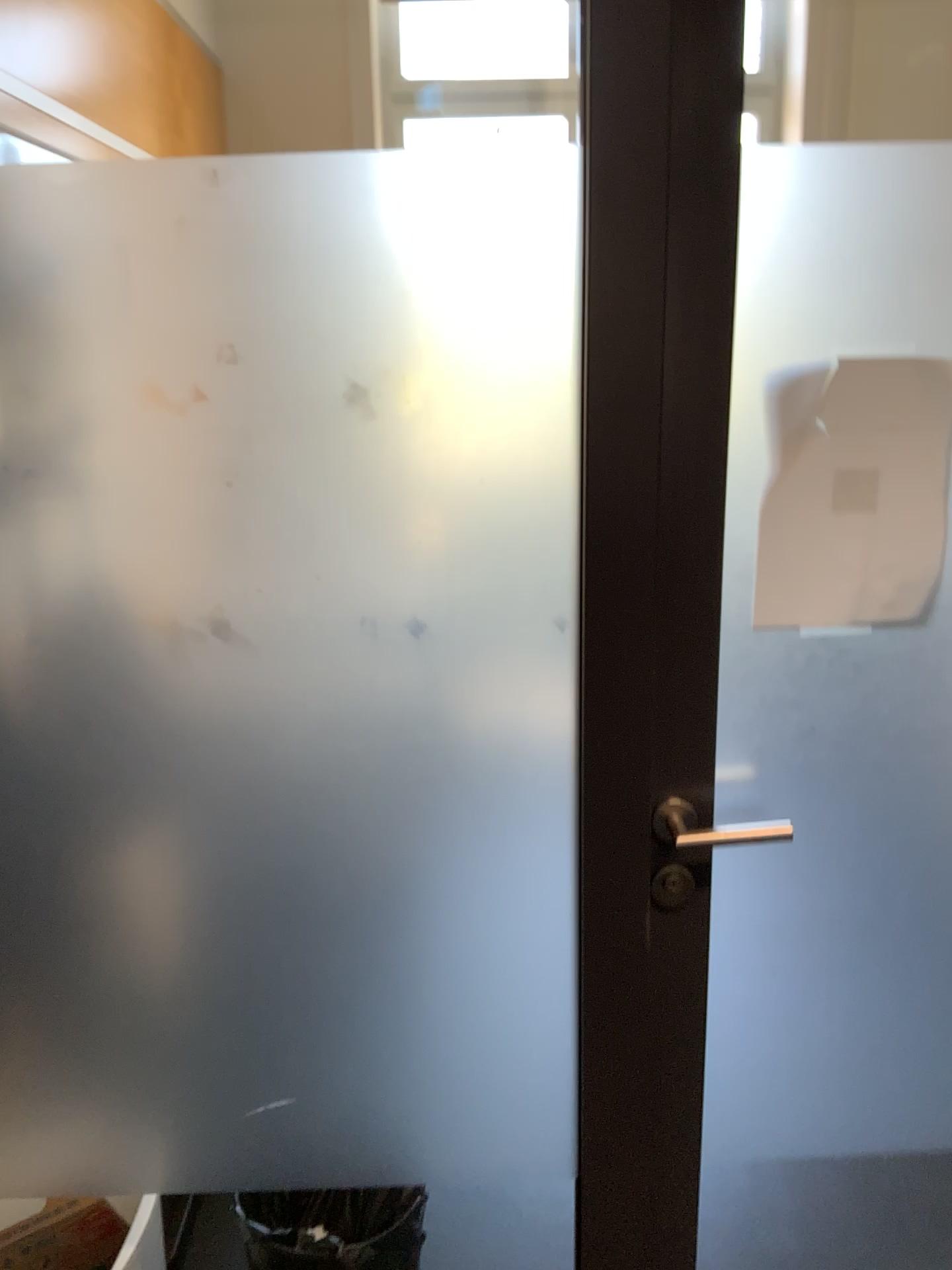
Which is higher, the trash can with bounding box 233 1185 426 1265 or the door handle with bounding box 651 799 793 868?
the door handle with bounding box 651 799 793 868

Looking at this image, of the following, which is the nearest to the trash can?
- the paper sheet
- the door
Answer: the door

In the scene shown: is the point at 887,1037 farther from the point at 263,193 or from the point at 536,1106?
the point at 263,193

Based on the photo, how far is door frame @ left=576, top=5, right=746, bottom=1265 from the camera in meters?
1.0 m

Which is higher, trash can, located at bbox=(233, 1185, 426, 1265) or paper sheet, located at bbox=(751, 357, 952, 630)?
paper sheet, located at bbox=(751, 357, 952, 630)

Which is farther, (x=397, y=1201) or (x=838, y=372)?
(x=397, y=1201)

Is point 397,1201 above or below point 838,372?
below

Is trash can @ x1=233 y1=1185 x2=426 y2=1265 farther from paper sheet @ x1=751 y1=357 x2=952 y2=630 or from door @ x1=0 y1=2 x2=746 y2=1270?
paper sheet @ x1=751 y1=357 x2=952 y2=630

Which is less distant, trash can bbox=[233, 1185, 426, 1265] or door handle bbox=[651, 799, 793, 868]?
door handle bbox=[651, 799, 793, 868]

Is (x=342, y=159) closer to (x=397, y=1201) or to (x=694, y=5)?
(x=694, y=5)
